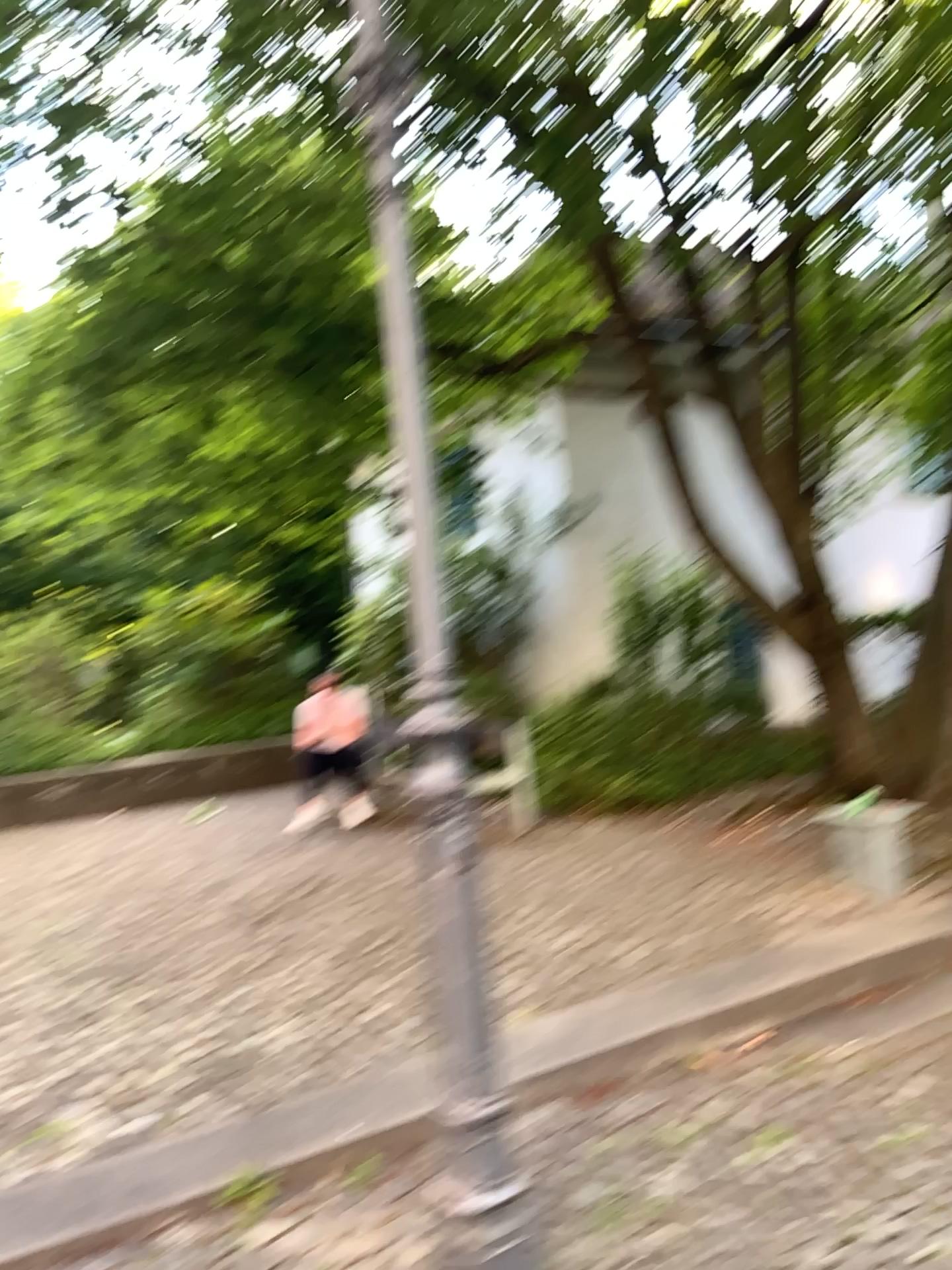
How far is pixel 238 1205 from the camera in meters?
2.6 m

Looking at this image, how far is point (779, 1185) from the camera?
2.7m

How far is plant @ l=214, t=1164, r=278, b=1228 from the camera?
2.62m
